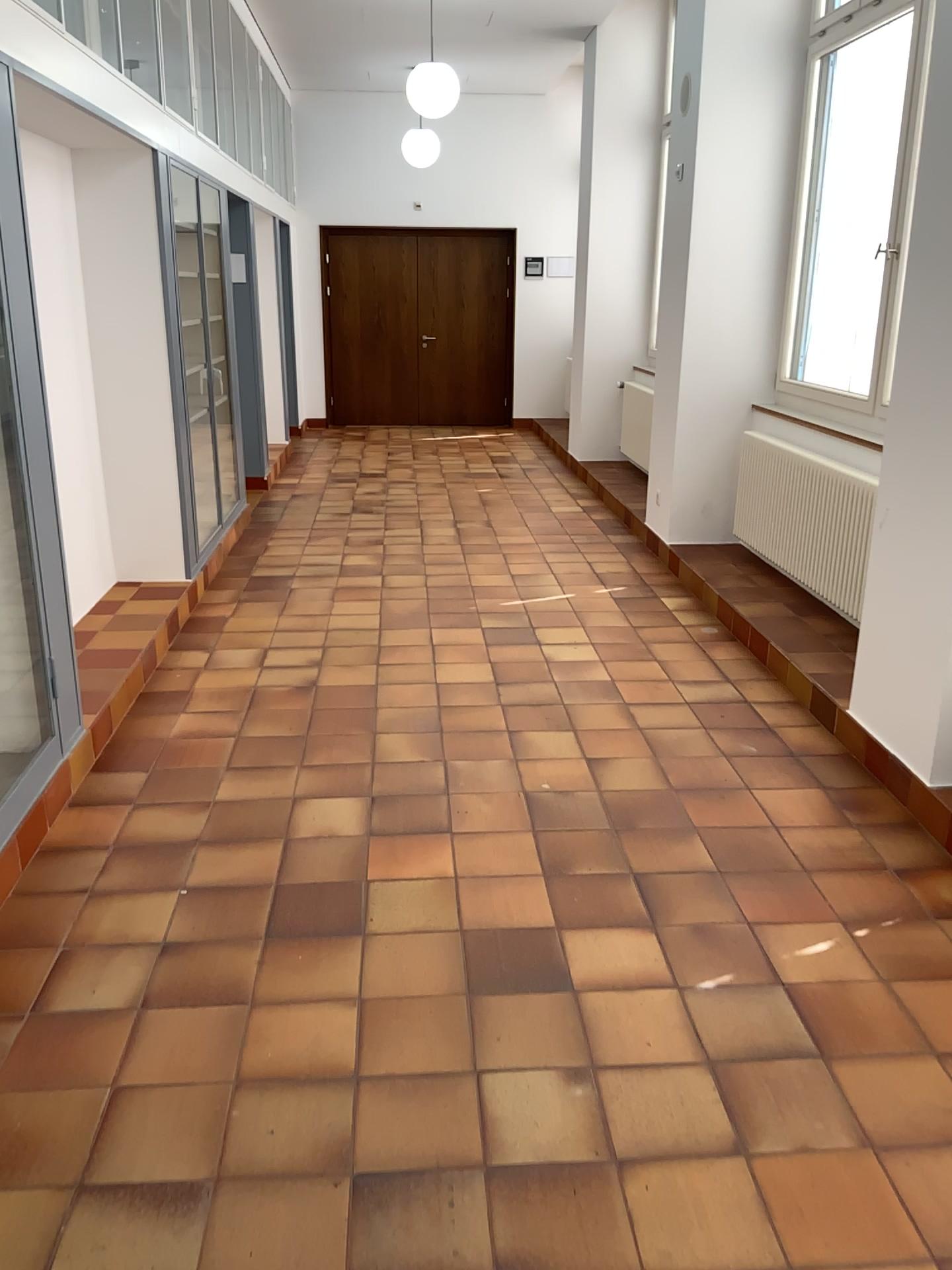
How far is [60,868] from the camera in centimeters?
296cm
